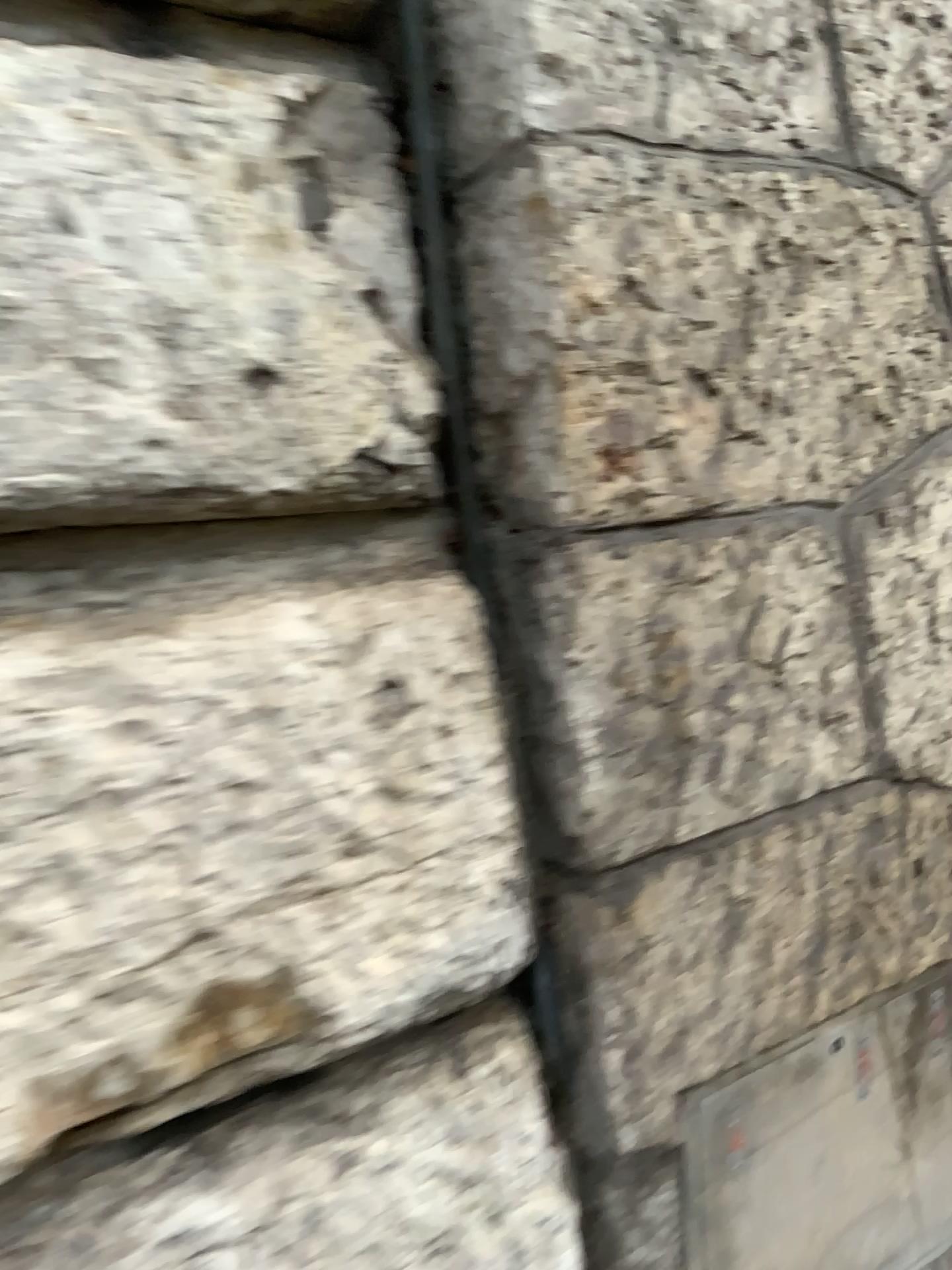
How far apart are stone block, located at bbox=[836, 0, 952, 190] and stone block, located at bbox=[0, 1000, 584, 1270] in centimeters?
91cm

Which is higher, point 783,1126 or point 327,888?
point 327,888

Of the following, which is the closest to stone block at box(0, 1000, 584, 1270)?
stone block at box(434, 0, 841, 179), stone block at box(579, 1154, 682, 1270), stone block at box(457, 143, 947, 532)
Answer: stone block at box(579, 1154, 682, 1270)

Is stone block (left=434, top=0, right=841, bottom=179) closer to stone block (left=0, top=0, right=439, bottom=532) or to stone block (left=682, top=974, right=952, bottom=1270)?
stone block (left=0, top=0, right=439, bottom=532)

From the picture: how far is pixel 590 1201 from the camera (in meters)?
0.99

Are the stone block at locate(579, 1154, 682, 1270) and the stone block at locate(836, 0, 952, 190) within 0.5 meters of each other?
no

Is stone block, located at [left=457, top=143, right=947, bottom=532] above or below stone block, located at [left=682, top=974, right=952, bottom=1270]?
above

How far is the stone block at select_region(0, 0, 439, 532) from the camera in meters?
0.7

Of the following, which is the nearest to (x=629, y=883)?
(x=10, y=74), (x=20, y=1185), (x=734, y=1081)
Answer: (x=734, y=1081)

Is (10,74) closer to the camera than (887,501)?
Yes
